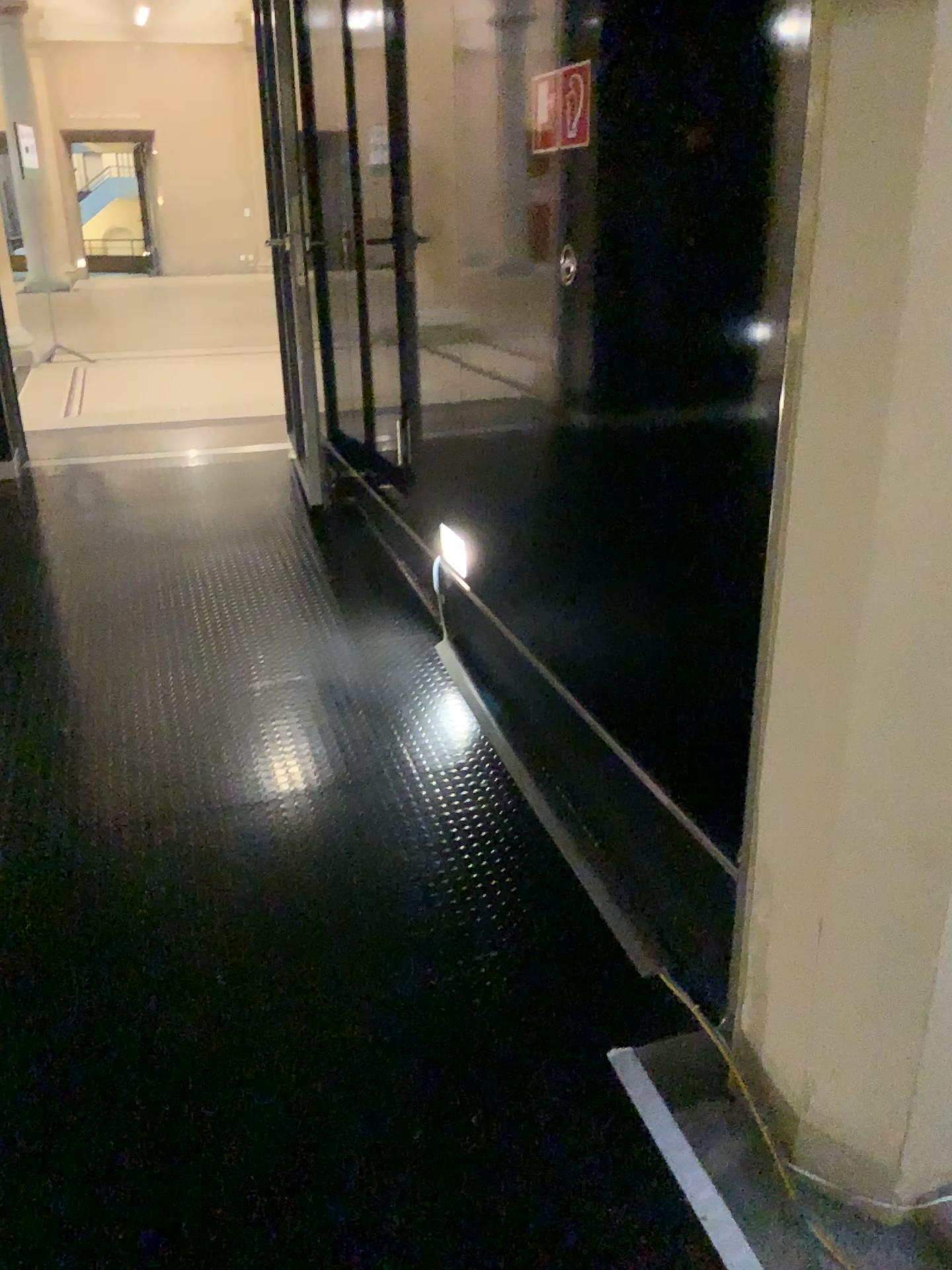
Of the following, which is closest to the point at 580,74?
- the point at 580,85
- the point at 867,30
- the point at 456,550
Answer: the point at 580,85

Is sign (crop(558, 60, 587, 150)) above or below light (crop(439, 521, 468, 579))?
above

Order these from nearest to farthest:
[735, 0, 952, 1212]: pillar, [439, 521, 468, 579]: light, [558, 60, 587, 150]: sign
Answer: [735, 0, 952, 1212]: pillar, [558, 60, 587, 150]: sign, [439, 521, 468, 579]: light

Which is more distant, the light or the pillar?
the light

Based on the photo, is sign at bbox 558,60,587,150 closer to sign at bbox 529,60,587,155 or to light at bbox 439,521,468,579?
sign at bbox 529,60,587,155

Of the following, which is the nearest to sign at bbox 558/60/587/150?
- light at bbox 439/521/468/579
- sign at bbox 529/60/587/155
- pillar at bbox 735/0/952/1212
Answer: sign at bbox 529/60/587/155

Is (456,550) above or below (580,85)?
below

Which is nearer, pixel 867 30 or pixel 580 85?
pixel 867 30

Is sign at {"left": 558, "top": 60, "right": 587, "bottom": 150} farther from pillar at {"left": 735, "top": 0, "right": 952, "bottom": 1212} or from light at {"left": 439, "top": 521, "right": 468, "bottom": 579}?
light at {"left": 439, "top": 521, "right": 468, "bottom": 579}

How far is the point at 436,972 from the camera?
2.06m
